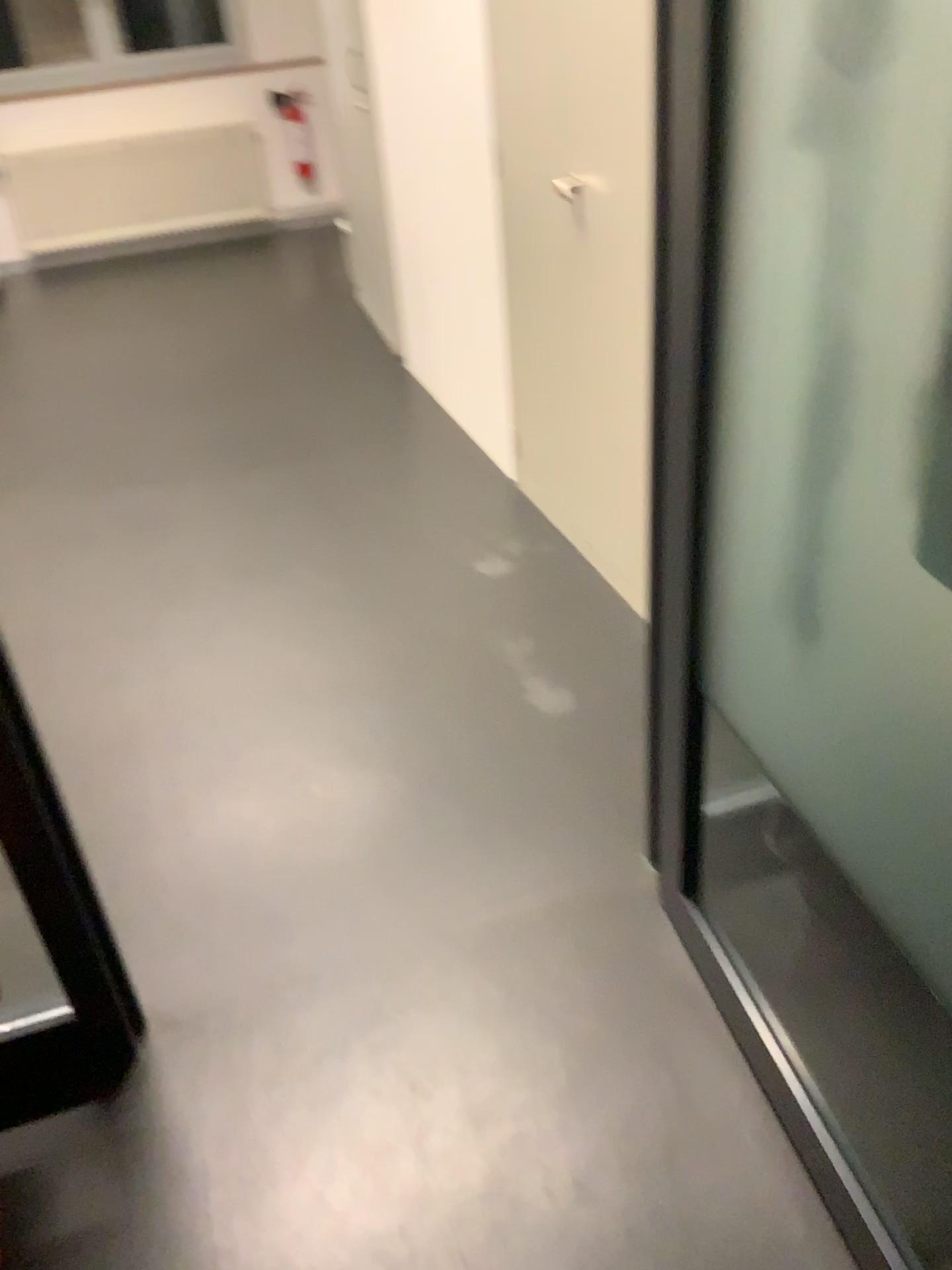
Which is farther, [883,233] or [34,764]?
[34,764]

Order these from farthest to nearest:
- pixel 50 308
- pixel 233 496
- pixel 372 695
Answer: pixel 50 308 < pixel 233 496 < pixel 372 695

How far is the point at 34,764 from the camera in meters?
1.4 m

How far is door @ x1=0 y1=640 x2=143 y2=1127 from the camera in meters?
1.4

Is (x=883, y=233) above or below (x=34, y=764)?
above

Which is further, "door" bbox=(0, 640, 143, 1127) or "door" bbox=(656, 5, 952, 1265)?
"door" bbox=(0, 640, 143, 1127)
